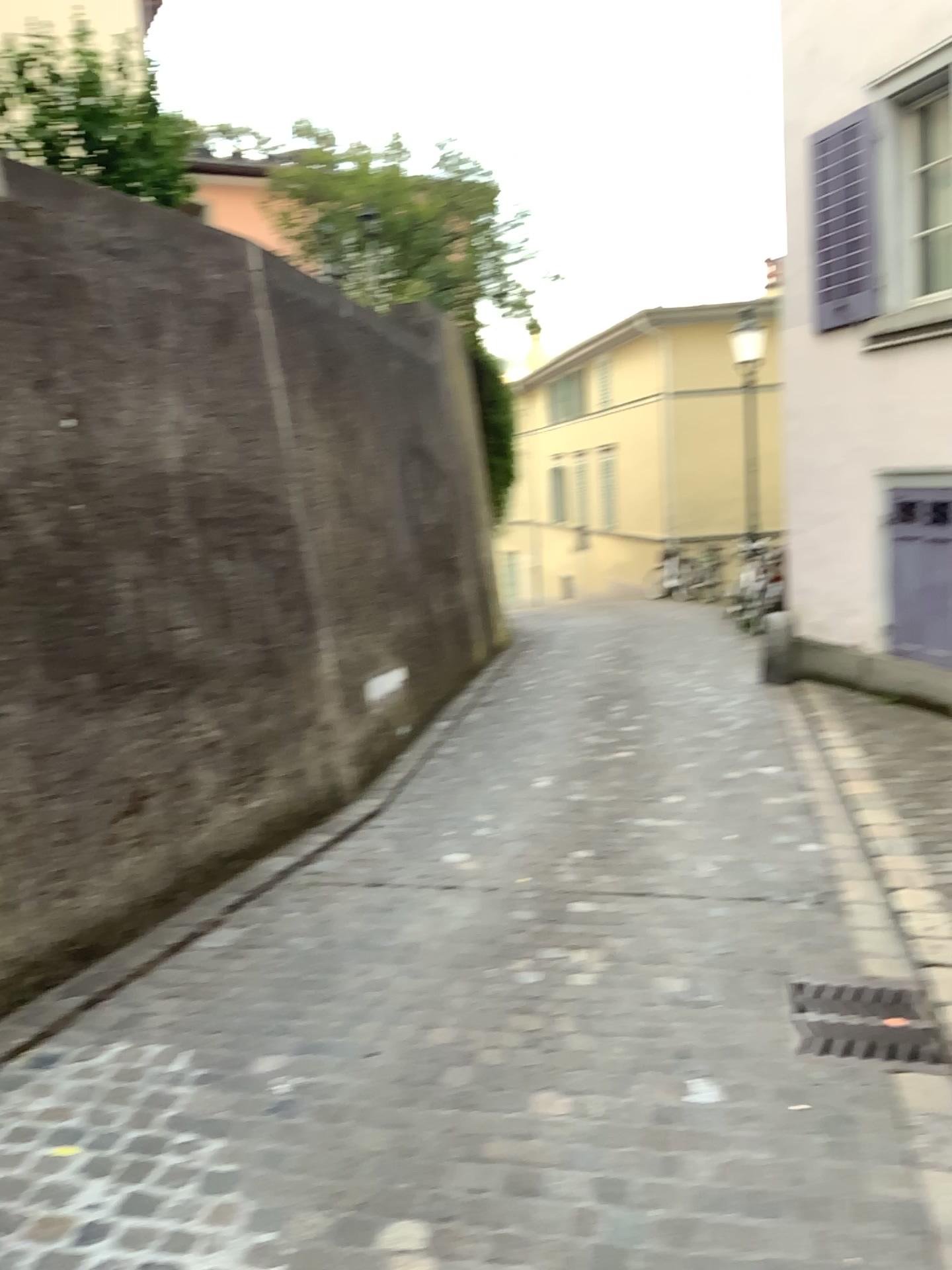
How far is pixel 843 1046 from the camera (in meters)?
2.84

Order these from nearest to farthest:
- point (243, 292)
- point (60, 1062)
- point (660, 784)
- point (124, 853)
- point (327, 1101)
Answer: point (327, 1101)
point (60, 1062)
point (124, 853)
point (243, 292)
point (660, 784)

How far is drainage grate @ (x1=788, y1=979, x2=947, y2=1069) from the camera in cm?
284
